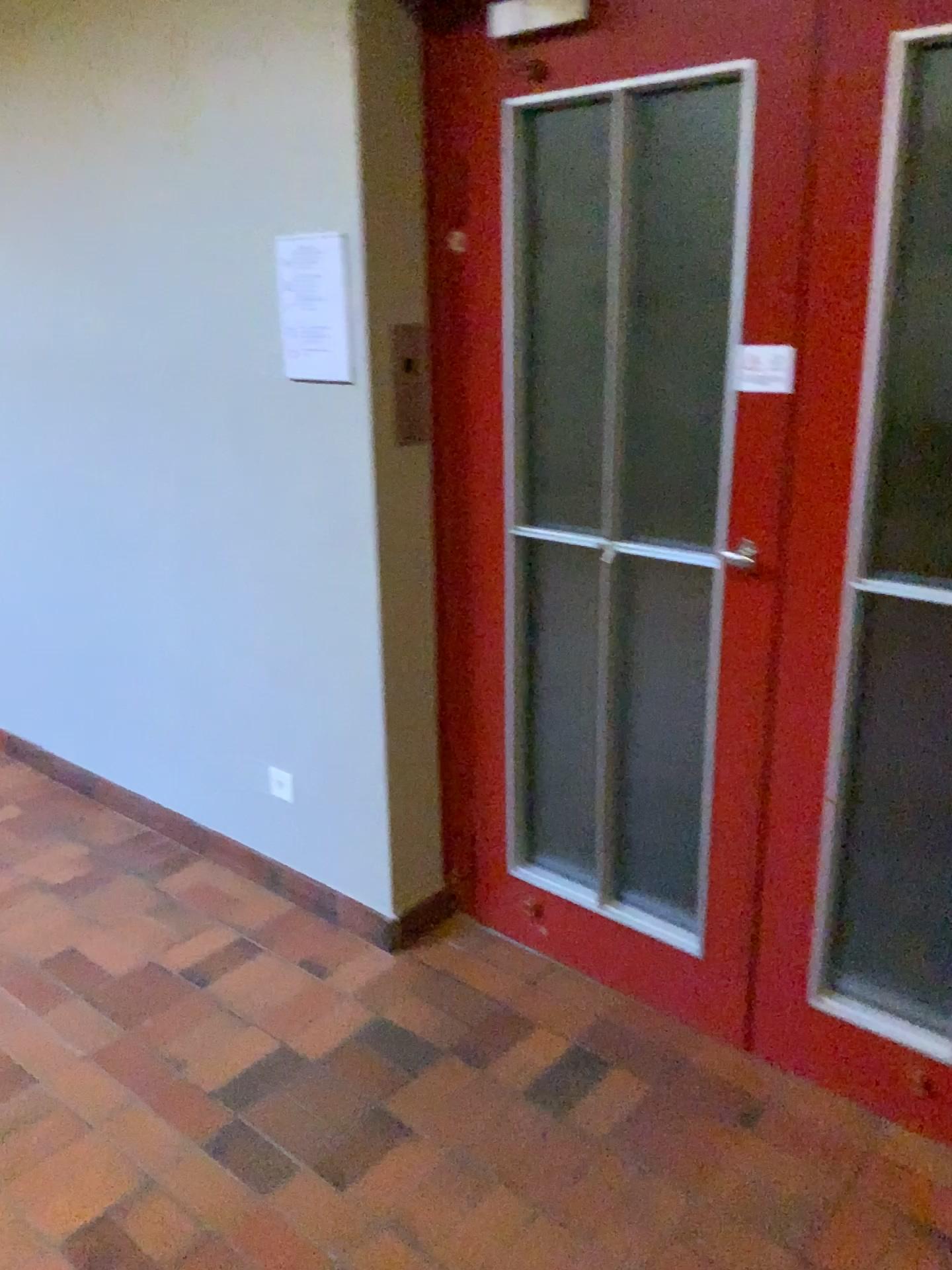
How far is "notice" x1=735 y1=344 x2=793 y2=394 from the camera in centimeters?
189cm

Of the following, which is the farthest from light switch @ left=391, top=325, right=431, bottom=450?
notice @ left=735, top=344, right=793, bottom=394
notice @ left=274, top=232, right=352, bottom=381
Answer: notice @ left=735, top=344, right=793, bottom=394

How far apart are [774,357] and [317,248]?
1.0 meters

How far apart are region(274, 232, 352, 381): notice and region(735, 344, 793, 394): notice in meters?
0.9 m

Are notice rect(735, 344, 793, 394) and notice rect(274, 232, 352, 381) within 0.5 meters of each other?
no

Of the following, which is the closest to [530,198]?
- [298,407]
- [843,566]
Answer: [298,407]

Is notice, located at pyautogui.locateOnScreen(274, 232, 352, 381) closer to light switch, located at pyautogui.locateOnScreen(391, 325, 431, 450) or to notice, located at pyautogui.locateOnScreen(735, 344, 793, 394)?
light switch, located at pyautogui.locateOnScreen(391, 325, 431, 450)

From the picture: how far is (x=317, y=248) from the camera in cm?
227

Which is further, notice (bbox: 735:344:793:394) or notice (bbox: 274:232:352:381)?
notice (bbox: 274:232:352:381)

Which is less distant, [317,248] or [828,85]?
[828,85]
